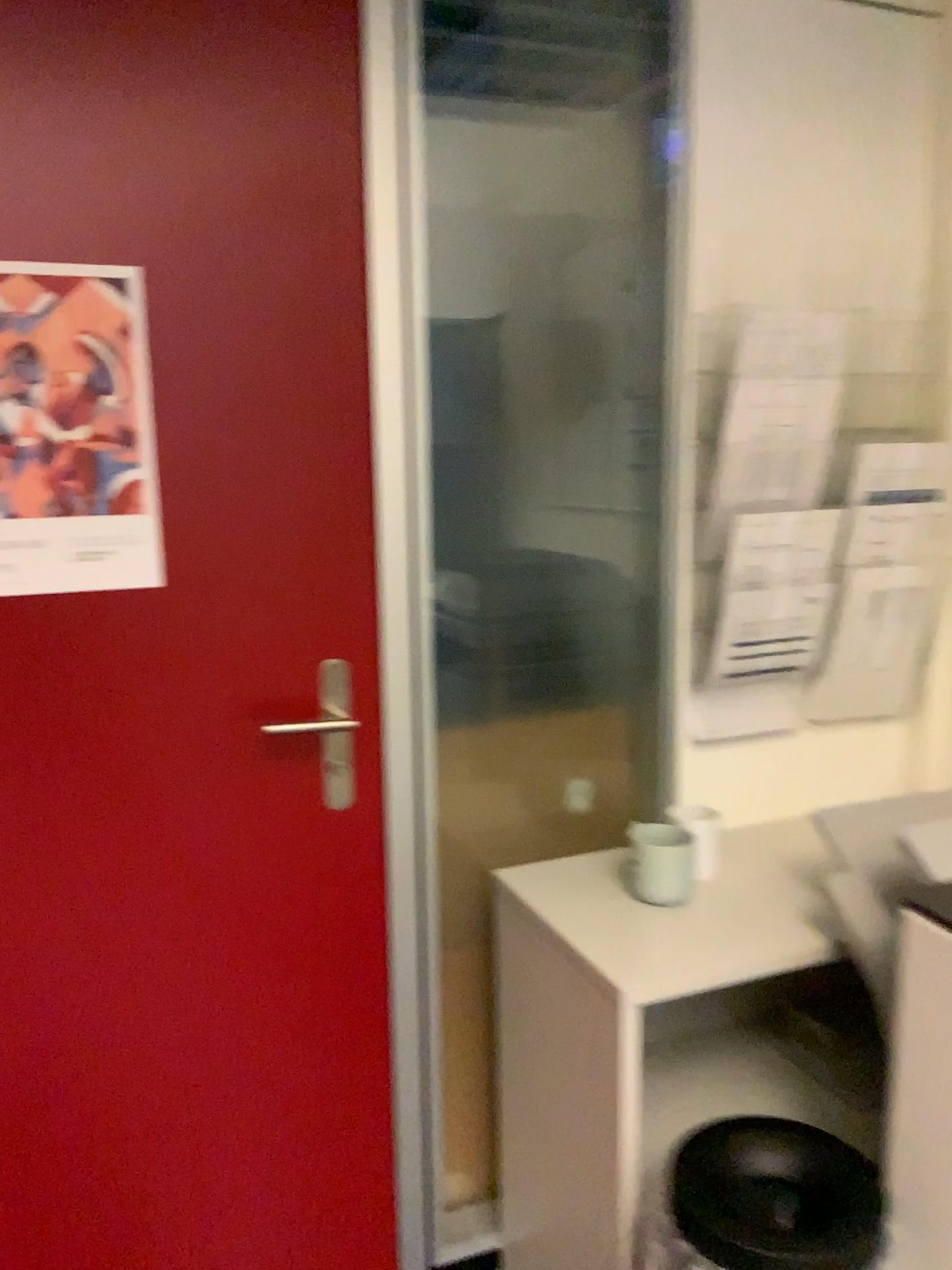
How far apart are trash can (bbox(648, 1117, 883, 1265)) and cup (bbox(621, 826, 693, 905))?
0.3 meters

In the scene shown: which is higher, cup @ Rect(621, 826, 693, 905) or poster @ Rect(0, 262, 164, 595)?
poster @ Rect(0, 262, 164, 595)

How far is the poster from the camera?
1.37m

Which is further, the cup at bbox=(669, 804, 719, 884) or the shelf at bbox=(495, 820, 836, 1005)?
the cup at bbox=(669, 804, 719, 884)

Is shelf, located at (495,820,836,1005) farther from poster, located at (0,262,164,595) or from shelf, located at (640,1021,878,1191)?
poster, located at (0,262,164,595)

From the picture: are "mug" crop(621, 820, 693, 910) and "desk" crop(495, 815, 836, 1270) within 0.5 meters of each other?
yes

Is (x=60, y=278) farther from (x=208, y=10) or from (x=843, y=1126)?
(x=843, y=1126)

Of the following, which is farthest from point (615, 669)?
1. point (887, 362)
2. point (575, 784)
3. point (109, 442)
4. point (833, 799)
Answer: point (109, 442)

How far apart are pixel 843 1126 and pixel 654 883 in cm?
48

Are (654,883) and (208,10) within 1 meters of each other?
no
